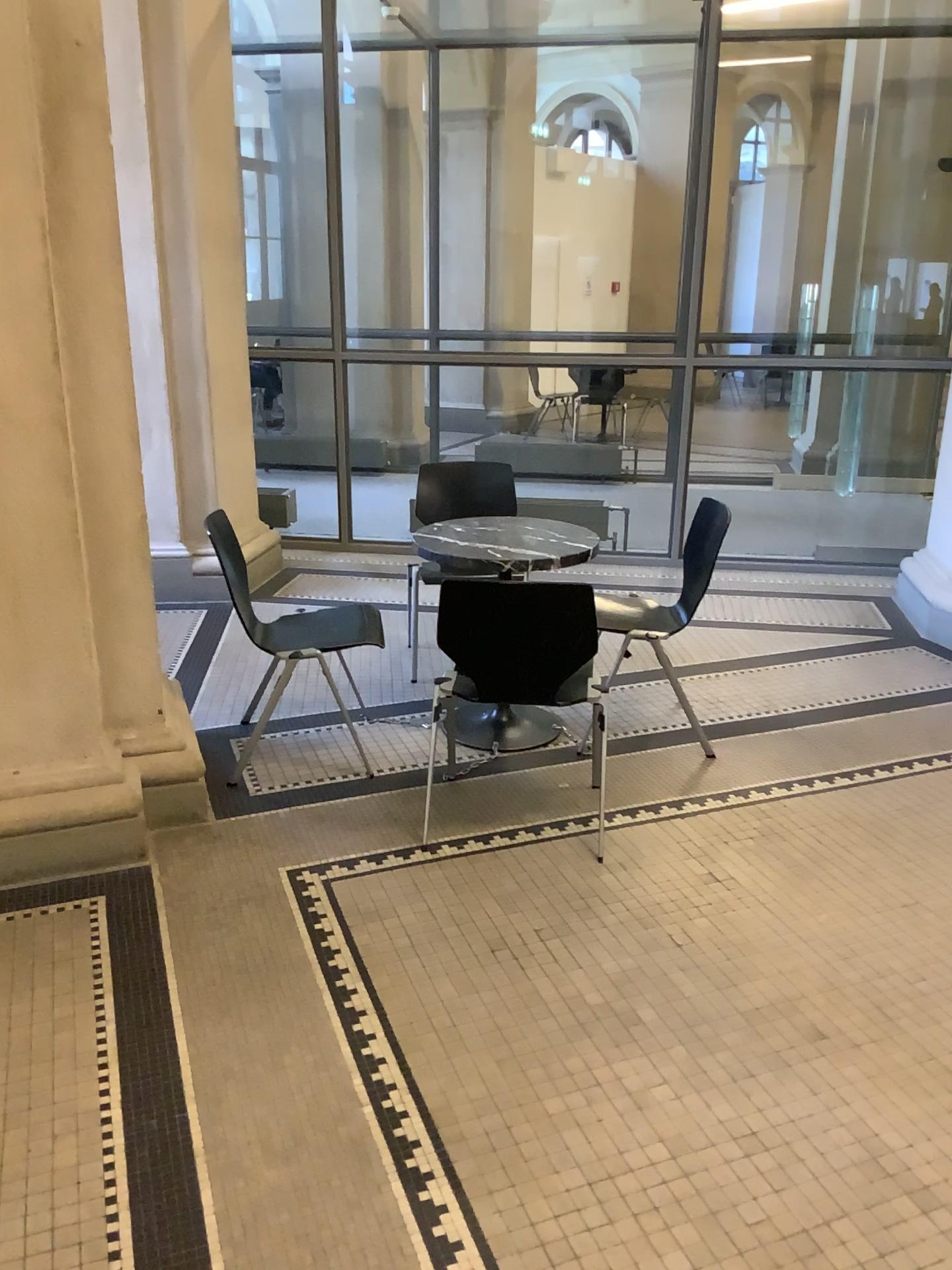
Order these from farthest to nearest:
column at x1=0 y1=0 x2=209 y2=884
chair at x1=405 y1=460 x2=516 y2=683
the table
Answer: chair at x1=405 y1=460 x2=516 y2=683 → the table → column at x1=0 y1=0 x2=209 y2=884

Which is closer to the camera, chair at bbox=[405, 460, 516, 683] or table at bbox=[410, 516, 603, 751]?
table at bbox=[410, 516, 603, 751]

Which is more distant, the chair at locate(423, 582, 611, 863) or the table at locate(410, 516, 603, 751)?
the table at locate(410, 516, 603, 751)

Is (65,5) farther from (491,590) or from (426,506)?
(426,506)

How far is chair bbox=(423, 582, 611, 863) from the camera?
2.8 meters

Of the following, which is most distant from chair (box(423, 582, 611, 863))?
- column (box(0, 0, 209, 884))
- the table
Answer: column (box(0, 0, 209, 884))

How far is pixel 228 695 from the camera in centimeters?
413cm

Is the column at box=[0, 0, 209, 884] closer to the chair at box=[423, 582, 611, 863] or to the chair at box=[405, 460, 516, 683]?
the chair at box=[423, 582, 611, 863]

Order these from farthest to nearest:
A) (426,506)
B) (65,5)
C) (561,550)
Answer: (426,506), (561,550), (65,5)

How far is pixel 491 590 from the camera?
2.76m
